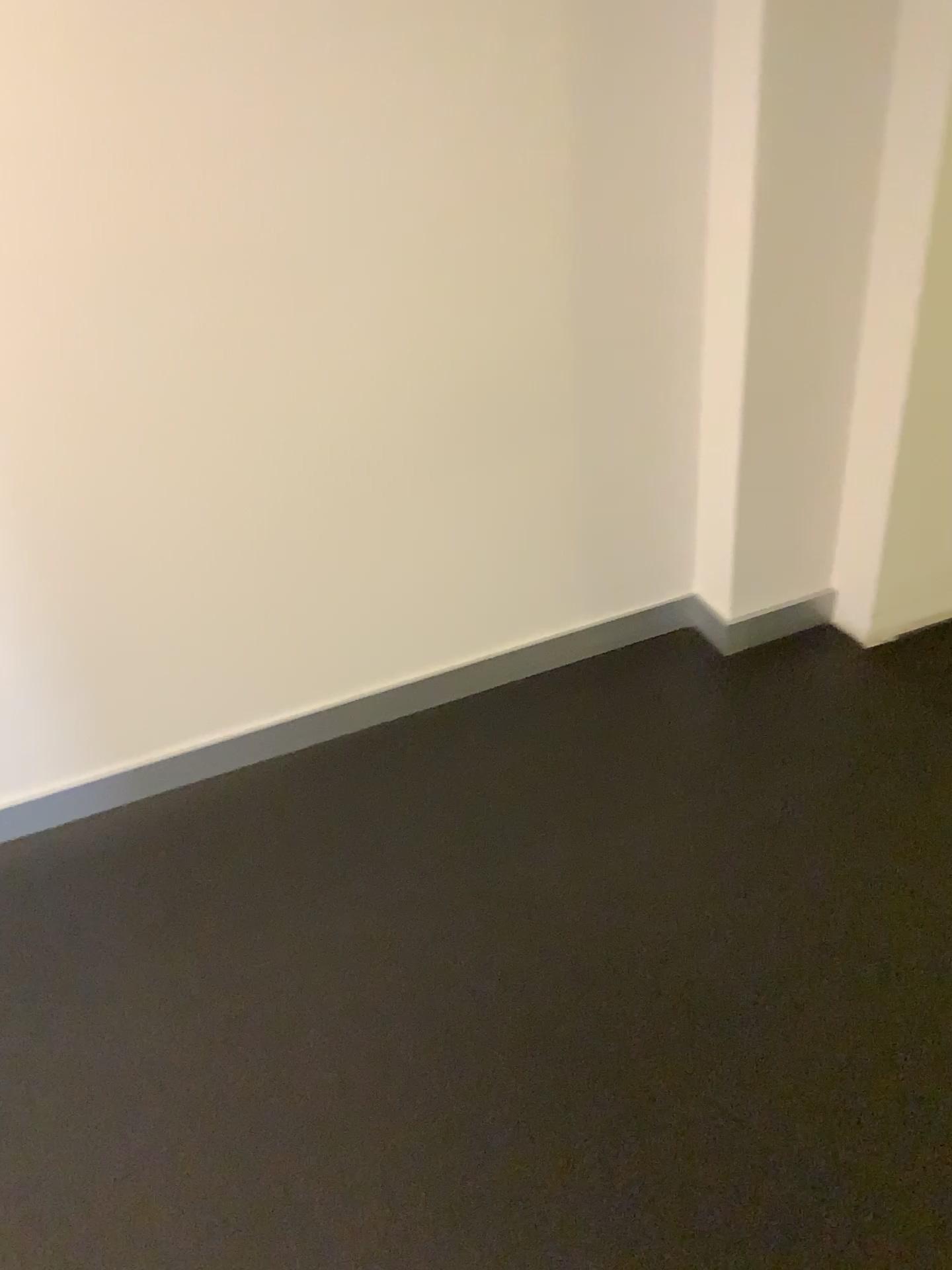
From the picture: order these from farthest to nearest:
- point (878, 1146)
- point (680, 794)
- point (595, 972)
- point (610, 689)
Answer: point (610, 689), point (680, 794), point (595, 972), point (878, 1146)

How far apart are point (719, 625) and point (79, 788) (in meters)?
1.31

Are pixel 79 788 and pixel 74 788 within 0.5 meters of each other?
yes

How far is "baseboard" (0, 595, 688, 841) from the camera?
2.0 meters

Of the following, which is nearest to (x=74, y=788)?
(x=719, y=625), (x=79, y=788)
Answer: (x=79, y=788)

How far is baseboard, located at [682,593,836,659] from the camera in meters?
2.2

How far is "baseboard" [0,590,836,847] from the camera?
2.0 meters
